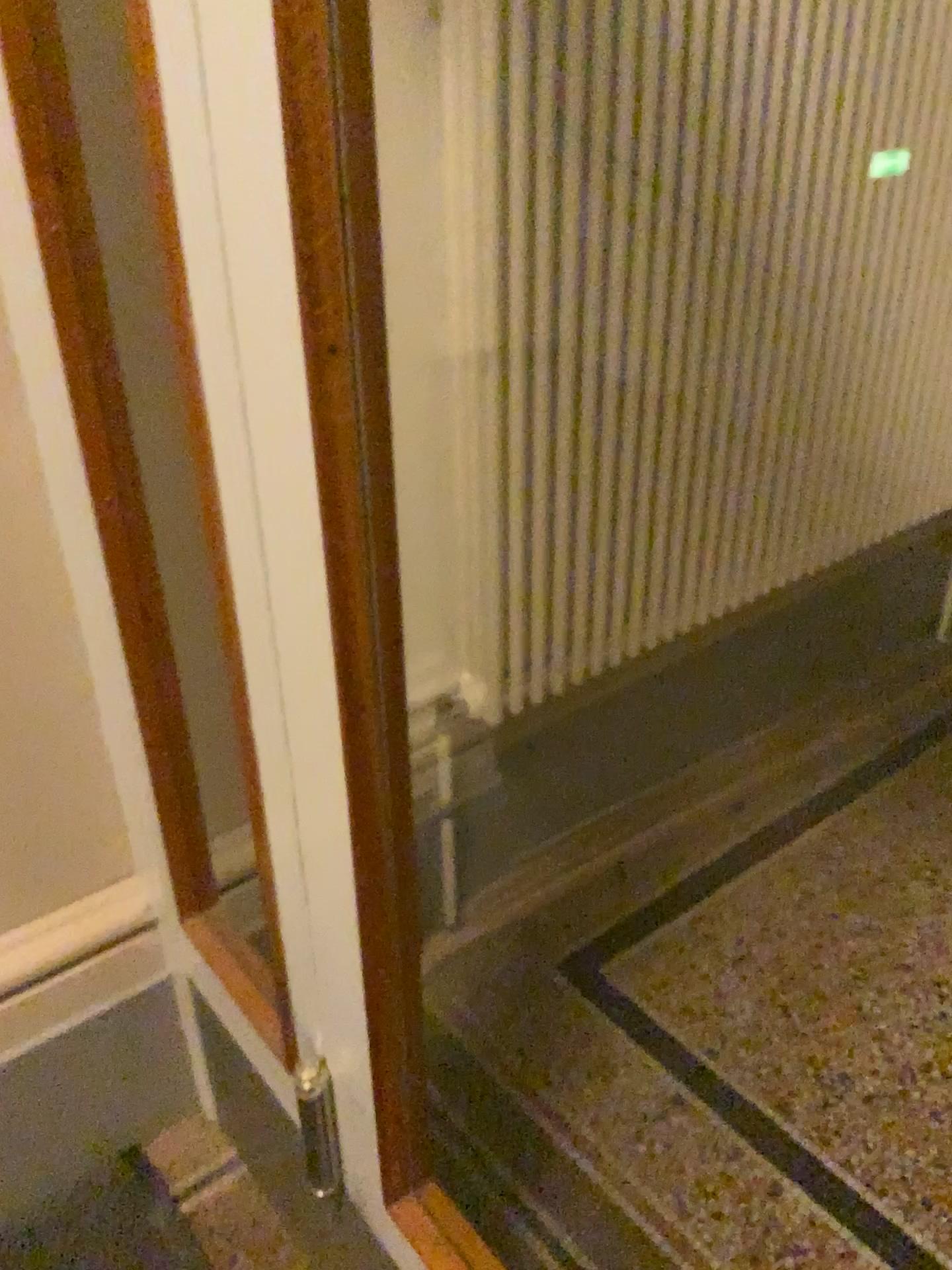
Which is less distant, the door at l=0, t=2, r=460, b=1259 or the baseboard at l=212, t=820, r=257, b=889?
the door at l=0, t=2, r=460, b=1259

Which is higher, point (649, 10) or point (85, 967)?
point (649, 10)

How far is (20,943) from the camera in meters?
1.3 m

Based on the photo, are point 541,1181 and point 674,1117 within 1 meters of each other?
yes

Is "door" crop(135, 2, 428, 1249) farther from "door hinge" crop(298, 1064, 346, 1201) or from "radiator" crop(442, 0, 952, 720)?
"radiator" crop(442, 0, 952, 720)

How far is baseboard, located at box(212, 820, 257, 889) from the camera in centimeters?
143cm

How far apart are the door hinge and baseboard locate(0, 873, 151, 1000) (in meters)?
0.38

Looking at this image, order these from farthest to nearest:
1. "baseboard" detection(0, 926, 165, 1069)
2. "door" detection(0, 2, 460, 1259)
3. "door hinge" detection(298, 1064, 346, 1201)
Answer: "baseboard" detection(0, 926, 165, 1069), "door hinge" detection(298, 1064, 346, 1201), "door" detection(0, 2, 460, 1259)

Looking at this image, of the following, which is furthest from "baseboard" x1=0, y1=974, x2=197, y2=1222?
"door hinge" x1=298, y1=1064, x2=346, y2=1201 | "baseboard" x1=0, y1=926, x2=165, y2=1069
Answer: "door hinge" x1=298, y1=1064, x2=346, y2=1201

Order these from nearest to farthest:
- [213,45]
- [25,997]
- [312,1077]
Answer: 1. [213,45]
2. [312,1077]
3. [25,997]
